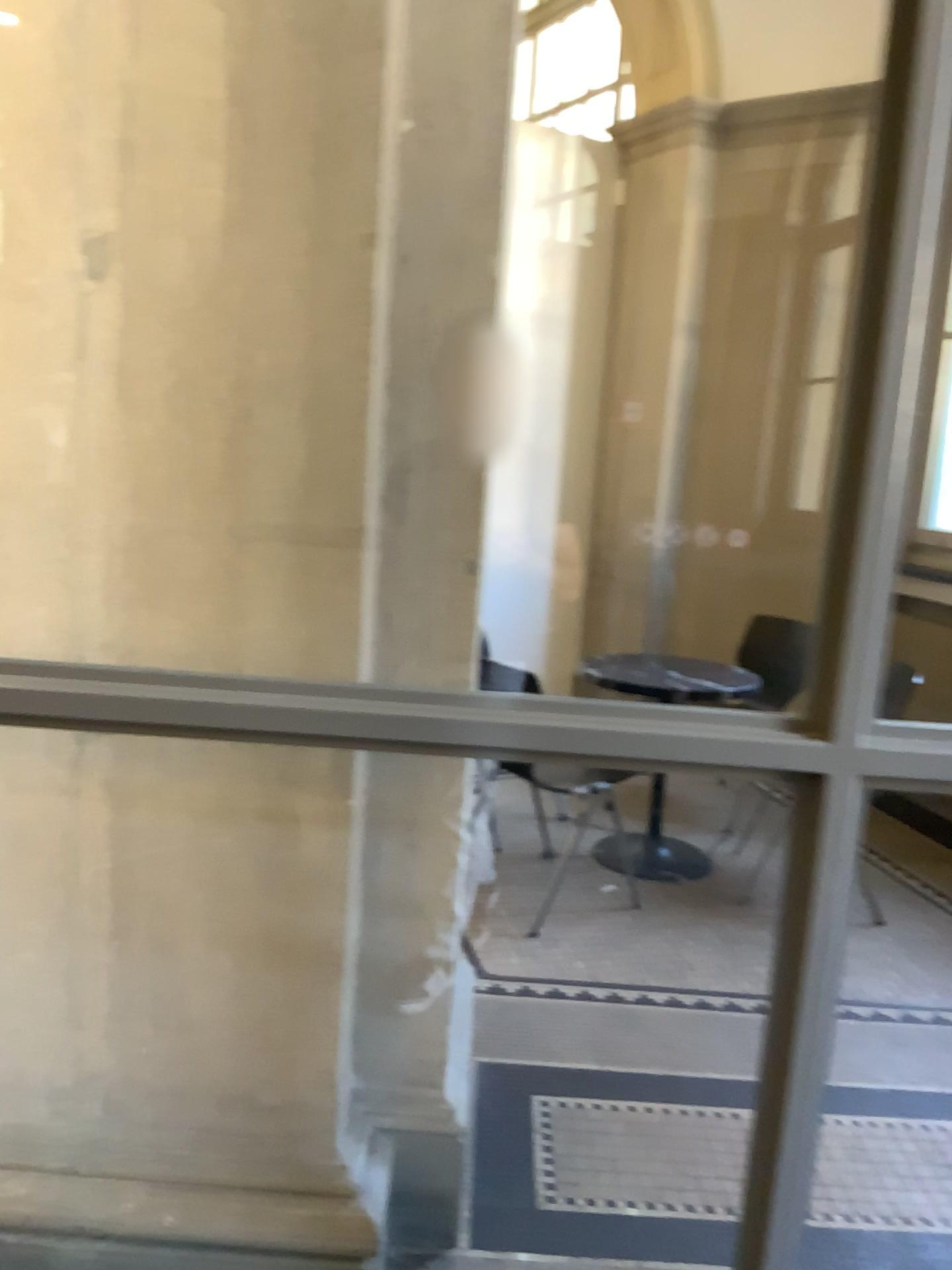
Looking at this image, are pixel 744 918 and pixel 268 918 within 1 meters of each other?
no
